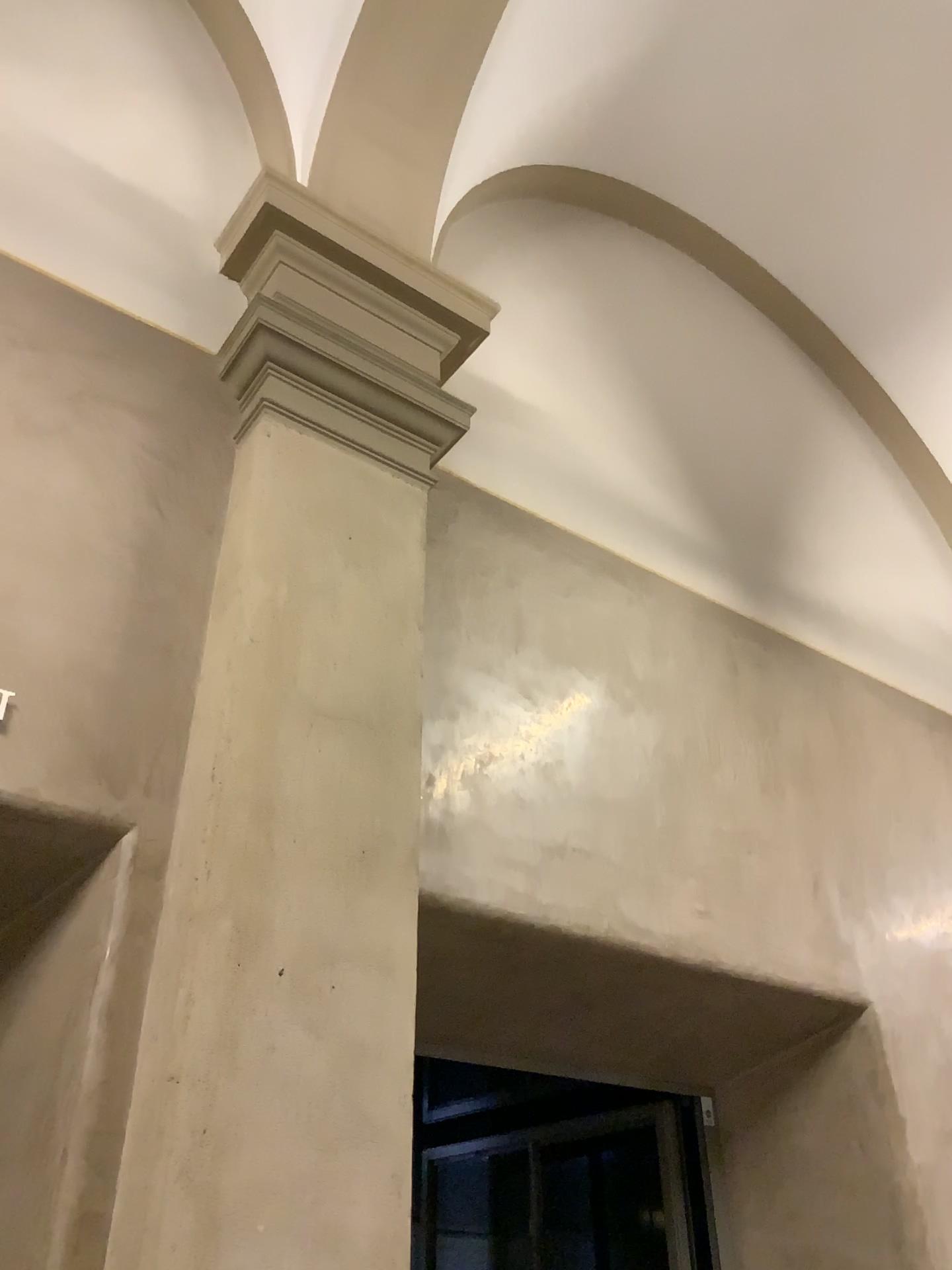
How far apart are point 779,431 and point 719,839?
2.6m

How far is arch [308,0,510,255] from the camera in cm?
362

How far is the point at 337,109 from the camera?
3.6m
